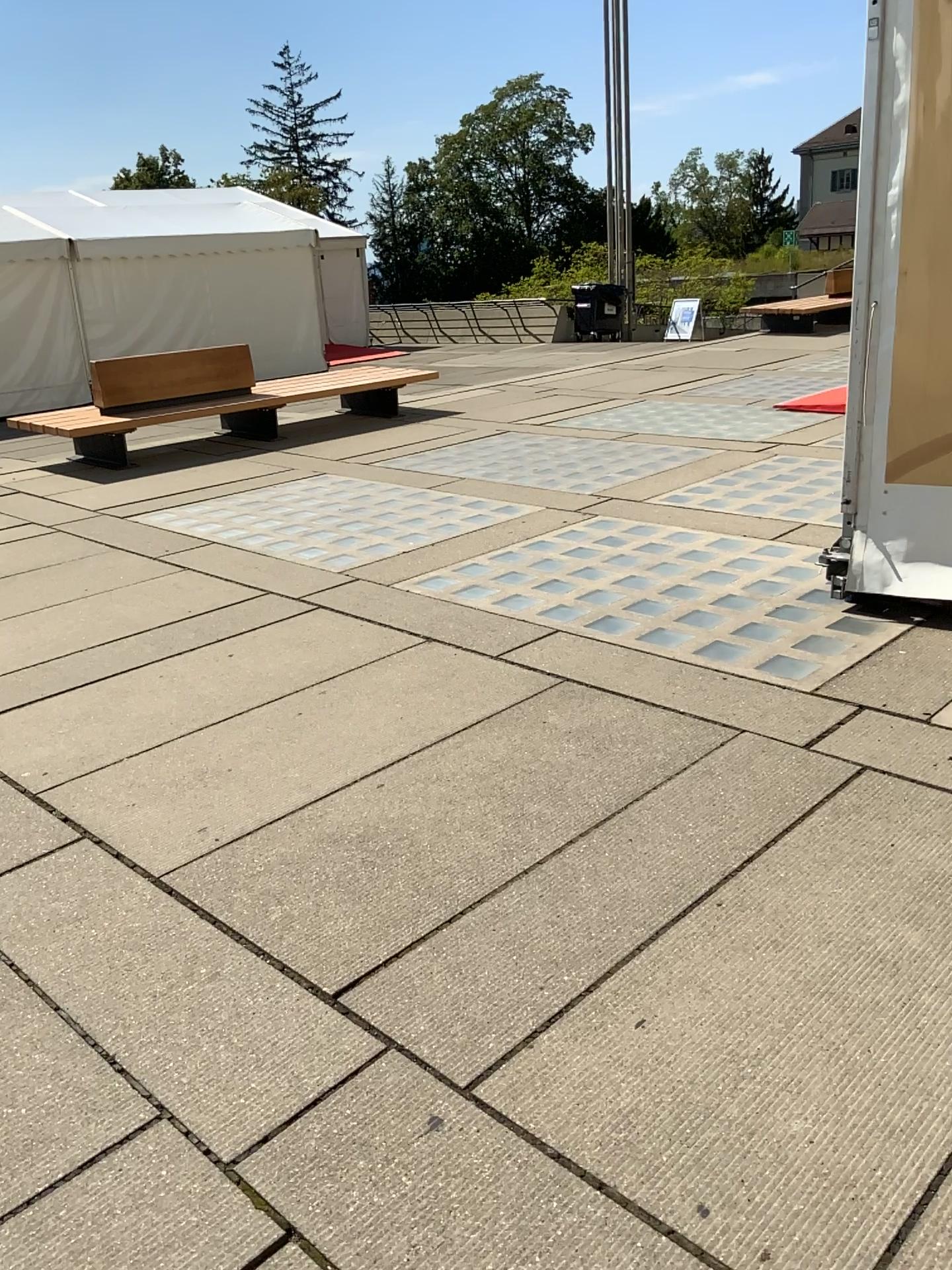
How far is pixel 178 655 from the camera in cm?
450
